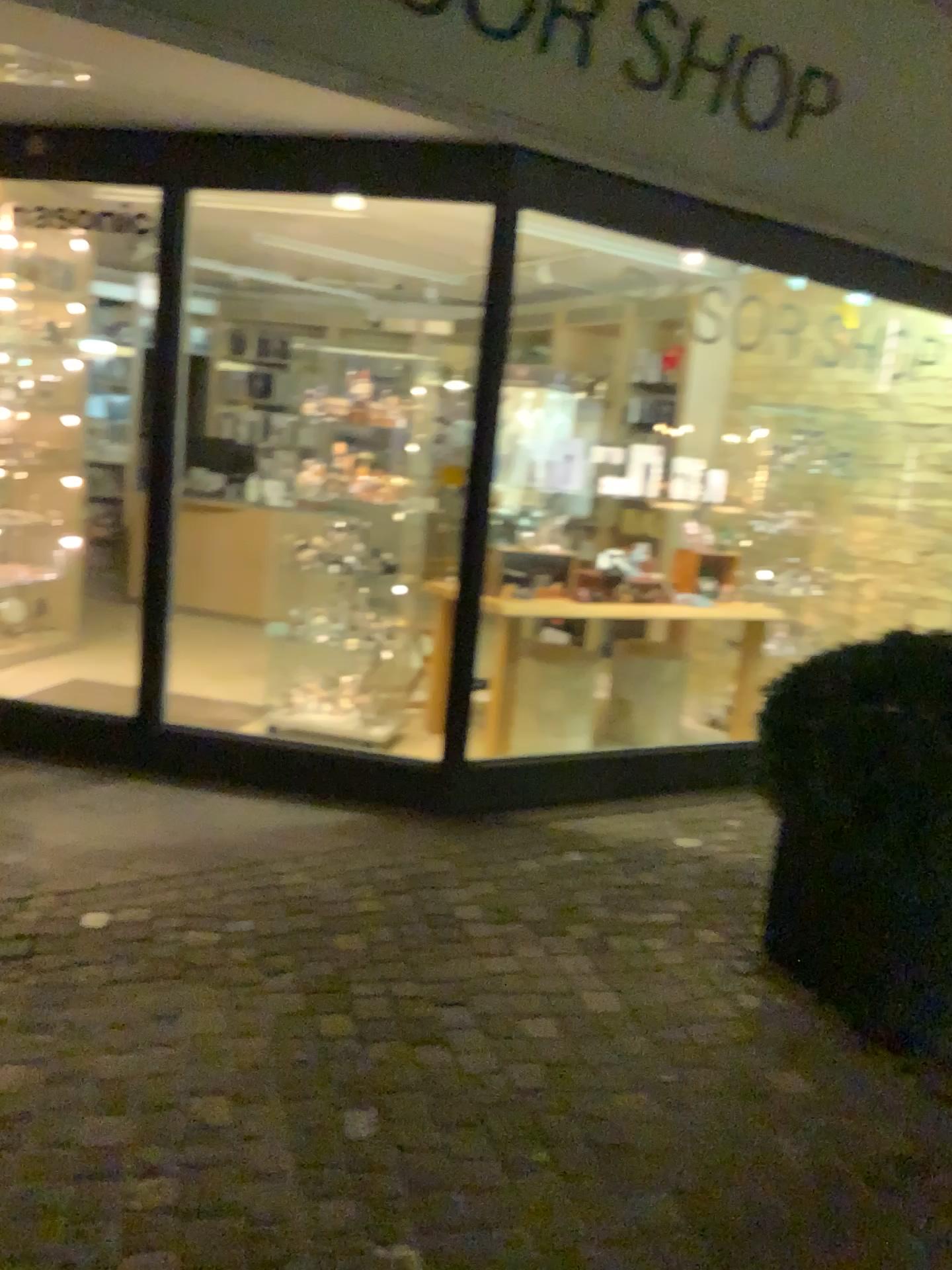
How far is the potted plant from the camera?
2.64m

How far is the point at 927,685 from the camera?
2.6 meters

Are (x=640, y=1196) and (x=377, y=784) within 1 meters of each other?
no
